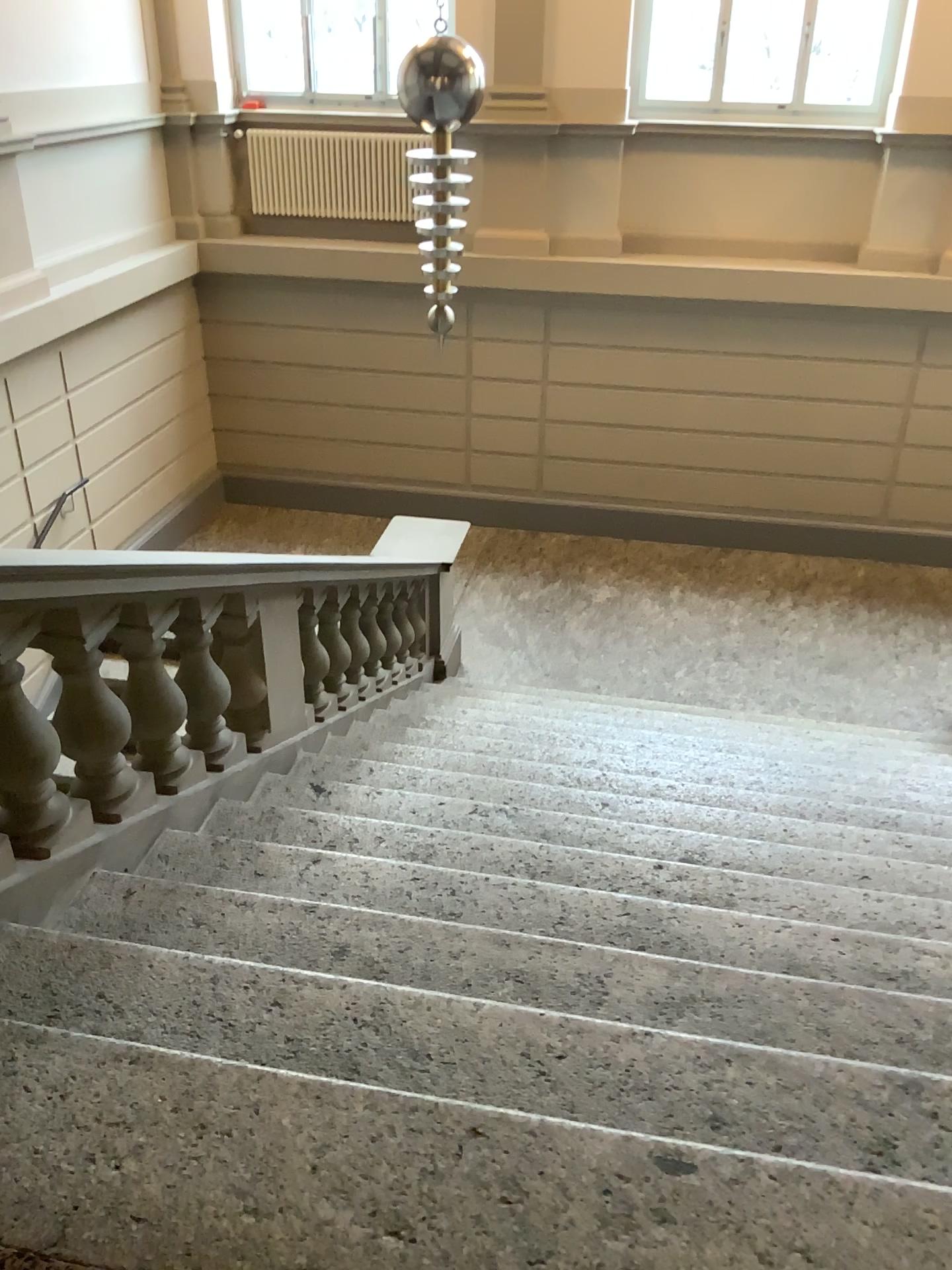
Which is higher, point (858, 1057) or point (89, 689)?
point (89, 689)
